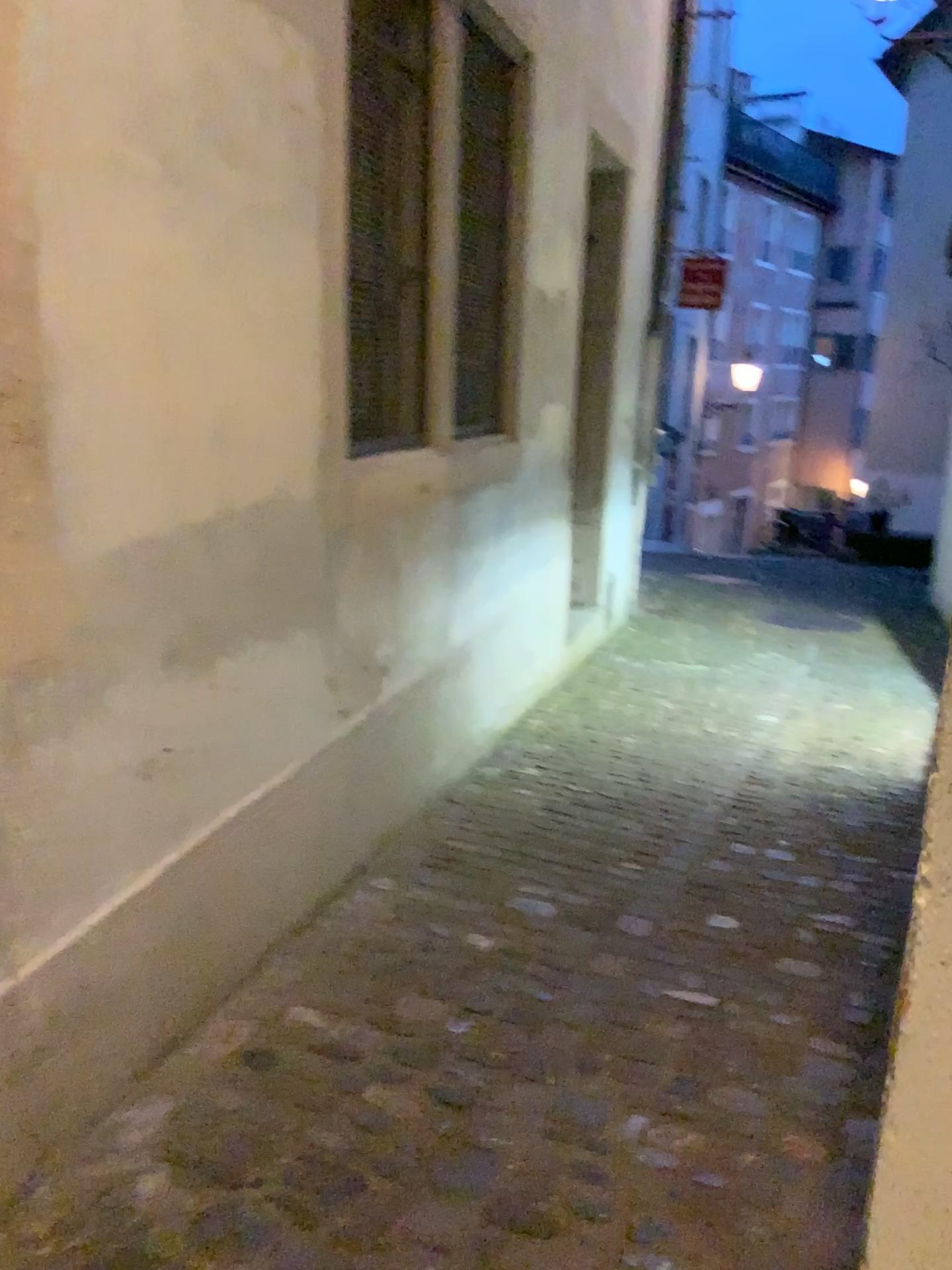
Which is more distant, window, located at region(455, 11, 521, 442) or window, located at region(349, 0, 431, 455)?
window, located at region(455, 11, 521, 442)

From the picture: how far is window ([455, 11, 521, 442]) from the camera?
3.3 meters

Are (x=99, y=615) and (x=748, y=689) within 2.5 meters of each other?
no

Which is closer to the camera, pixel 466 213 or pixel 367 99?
pixel 367 99

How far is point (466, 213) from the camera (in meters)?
3.31
